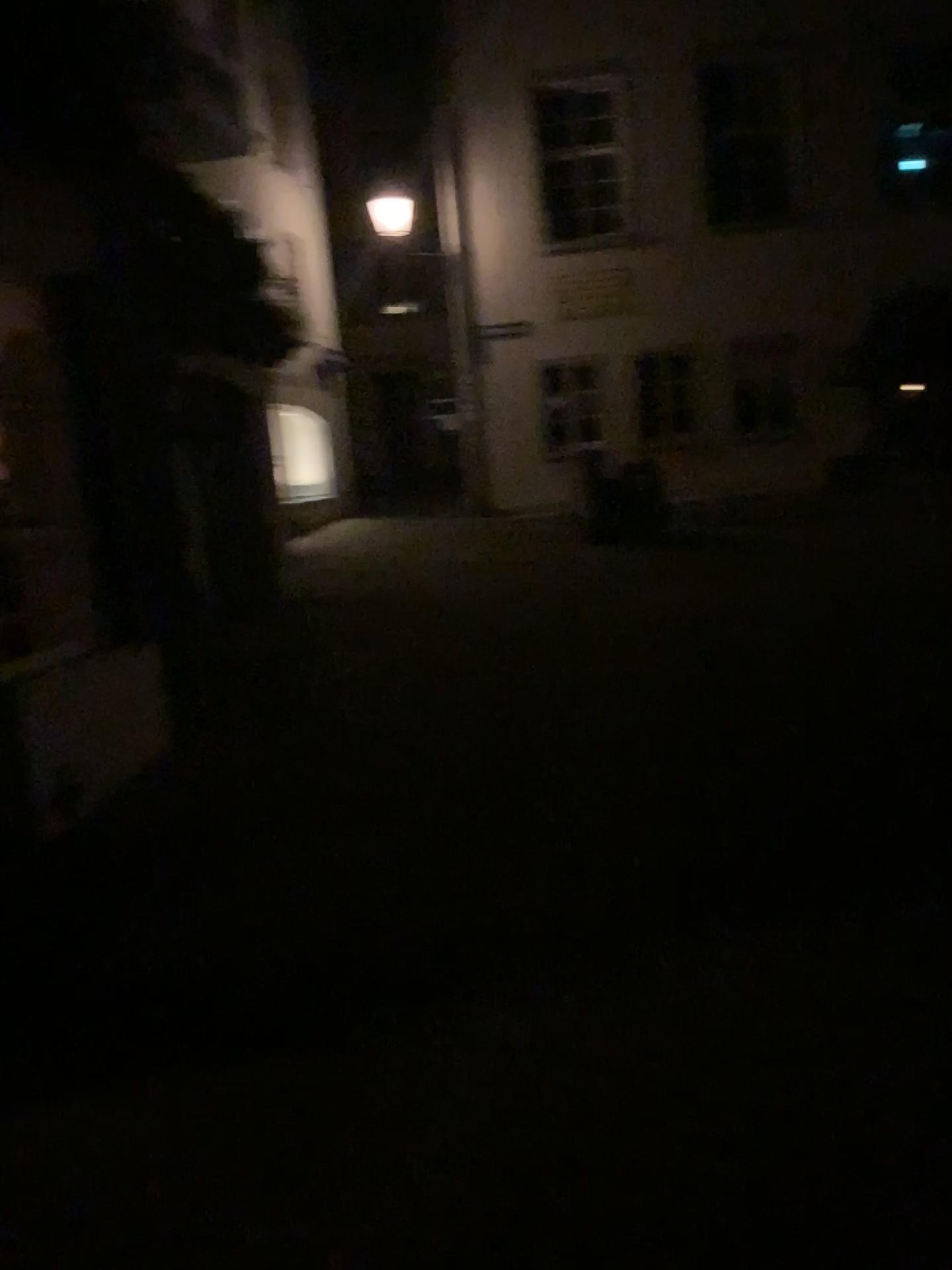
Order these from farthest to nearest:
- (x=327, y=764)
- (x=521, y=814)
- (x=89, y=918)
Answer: (x=327, y=764) → (x=521, y=814) → (x=89, y=918)
